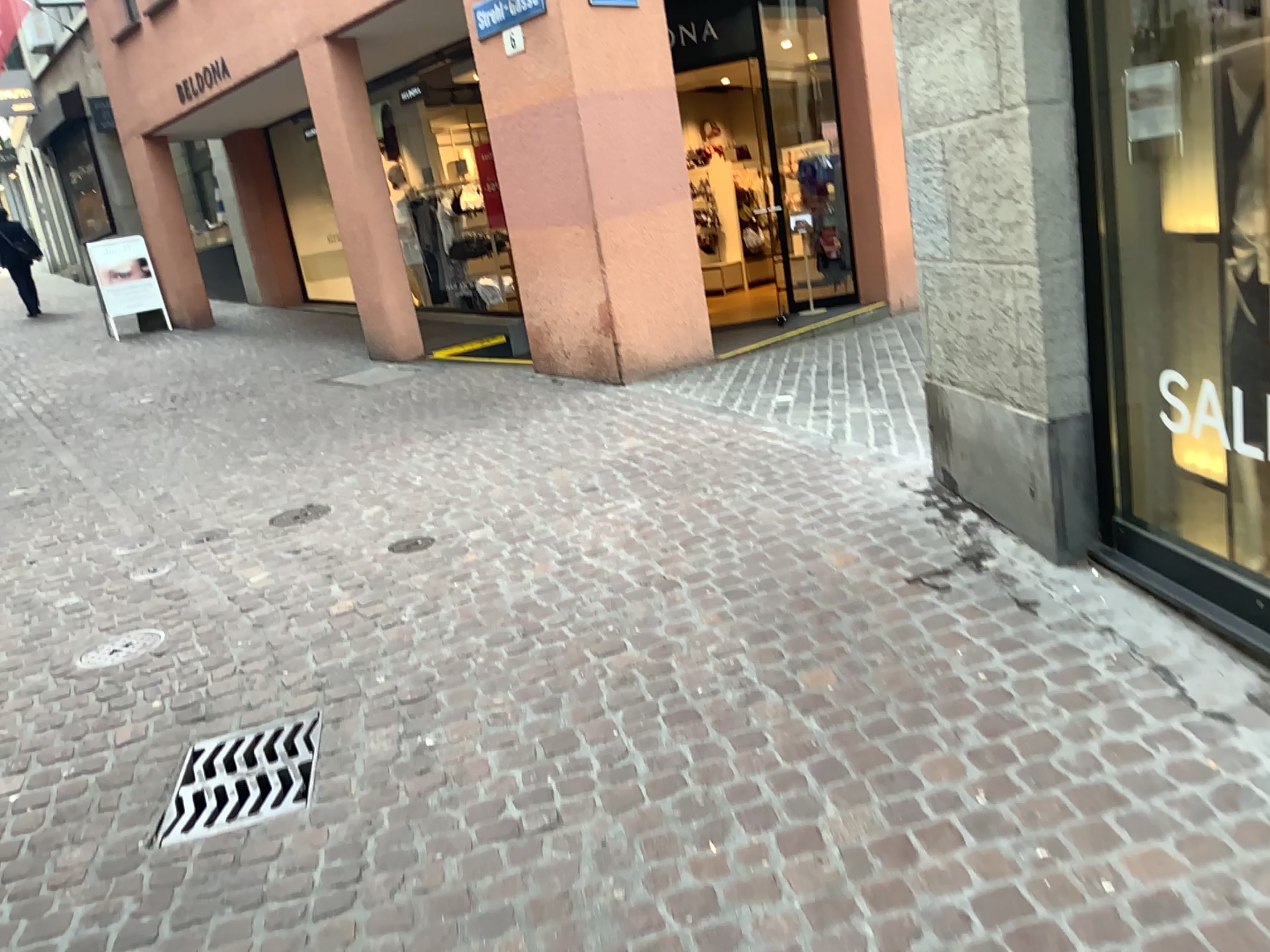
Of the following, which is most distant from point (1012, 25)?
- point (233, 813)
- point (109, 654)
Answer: point (109, 654)

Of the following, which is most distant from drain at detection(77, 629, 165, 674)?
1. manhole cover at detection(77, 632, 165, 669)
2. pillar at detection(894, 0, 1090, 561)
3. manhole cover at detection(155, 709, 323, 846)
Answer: pillar at detection(894, 0, 1090, 561)

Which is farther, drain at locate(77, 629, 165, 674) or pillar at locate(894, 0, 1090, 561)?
drain at locate(77, 629, 165, 674)

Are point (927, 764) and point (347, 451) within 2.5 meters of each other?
no

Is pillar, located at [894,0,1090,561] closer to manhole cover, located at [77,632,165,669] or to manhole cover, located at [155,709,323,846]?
manhole cover, located at [155,709,323,846]

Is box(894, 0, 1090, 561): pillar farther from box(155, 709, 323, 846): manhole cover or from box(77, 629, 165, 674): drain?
box(77, 629, 165, 674): drain

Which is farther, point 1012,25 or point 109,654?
point 109,654

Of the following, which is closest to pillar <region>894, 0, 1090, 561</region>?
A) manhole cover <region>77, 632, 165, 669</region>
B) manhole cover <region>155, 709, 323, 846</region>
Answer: manhole cover <region>155, 709, 323, 846</region>

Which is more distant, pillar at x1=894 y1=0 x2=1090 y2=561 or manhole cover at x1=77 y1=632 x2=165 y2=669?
manhole cover at x1=77 y1=632 x2=165 y2=669

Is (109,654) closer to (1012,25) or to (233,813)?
(233,813)
